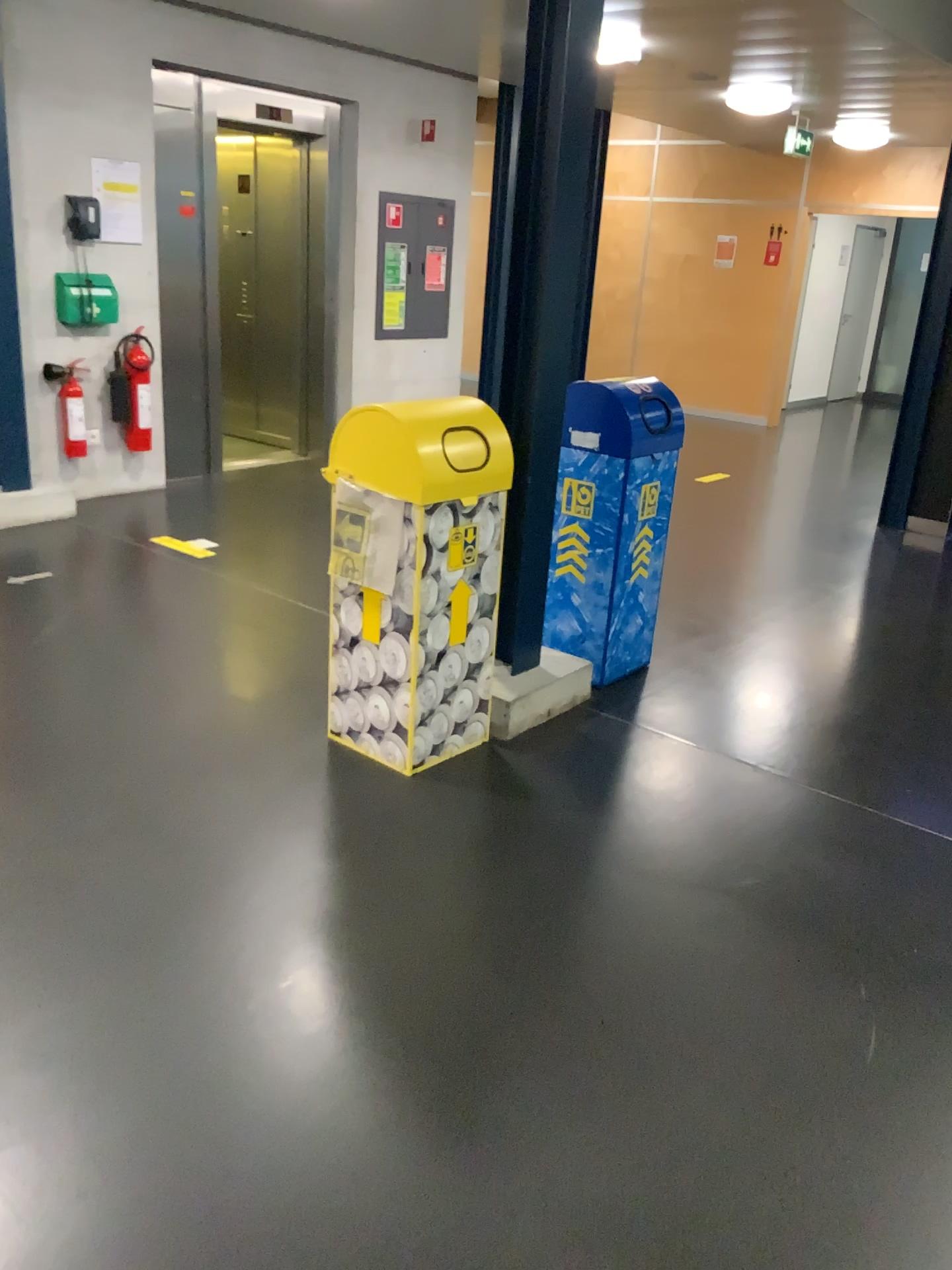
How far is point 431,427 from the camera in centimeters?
290cm

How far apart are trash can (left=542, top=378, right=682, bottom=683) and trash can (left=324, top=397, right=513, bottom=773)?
0.42m

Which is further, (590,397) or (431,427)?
(590,397)

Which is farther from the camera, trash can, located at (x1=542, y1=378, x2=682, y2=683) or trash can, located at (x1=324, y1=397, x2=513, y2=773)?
trash can, located at (x1=542, y1=378, x2=682, y2=683)

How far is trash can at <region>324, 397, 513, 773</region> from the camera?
2.9 meters

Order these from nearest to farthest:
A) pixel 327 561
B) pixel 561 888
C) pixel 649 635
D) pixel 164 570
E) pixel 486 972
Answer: pixel 486 972 → pixel 561 888 → pixel 327 561 → pixel 649 635 → pixel 164 570

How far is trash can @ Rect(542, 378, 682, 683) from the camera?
3.7m

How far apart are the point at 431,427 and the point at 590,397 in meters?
1.0
